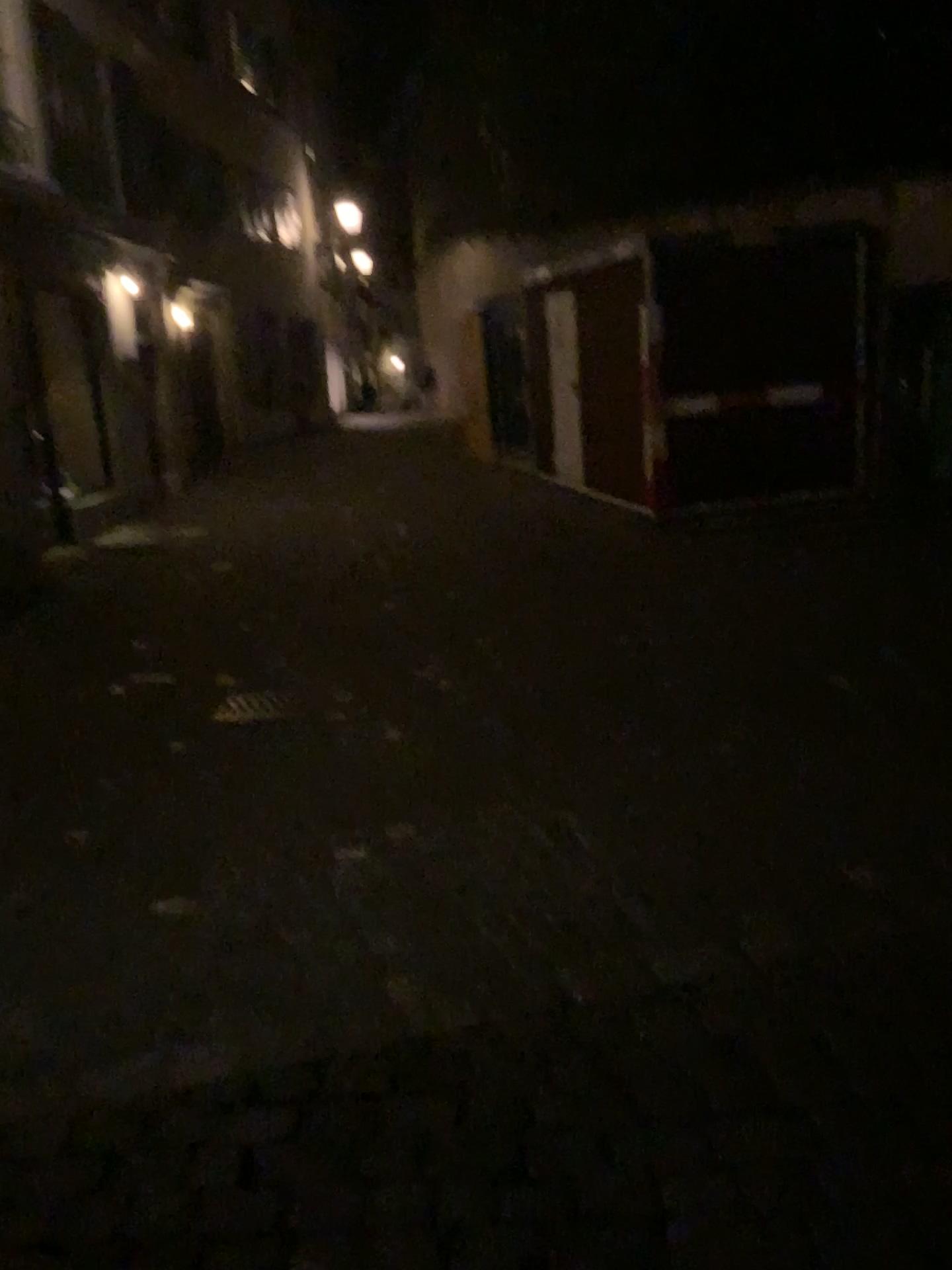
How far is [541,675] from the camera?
5.8m
